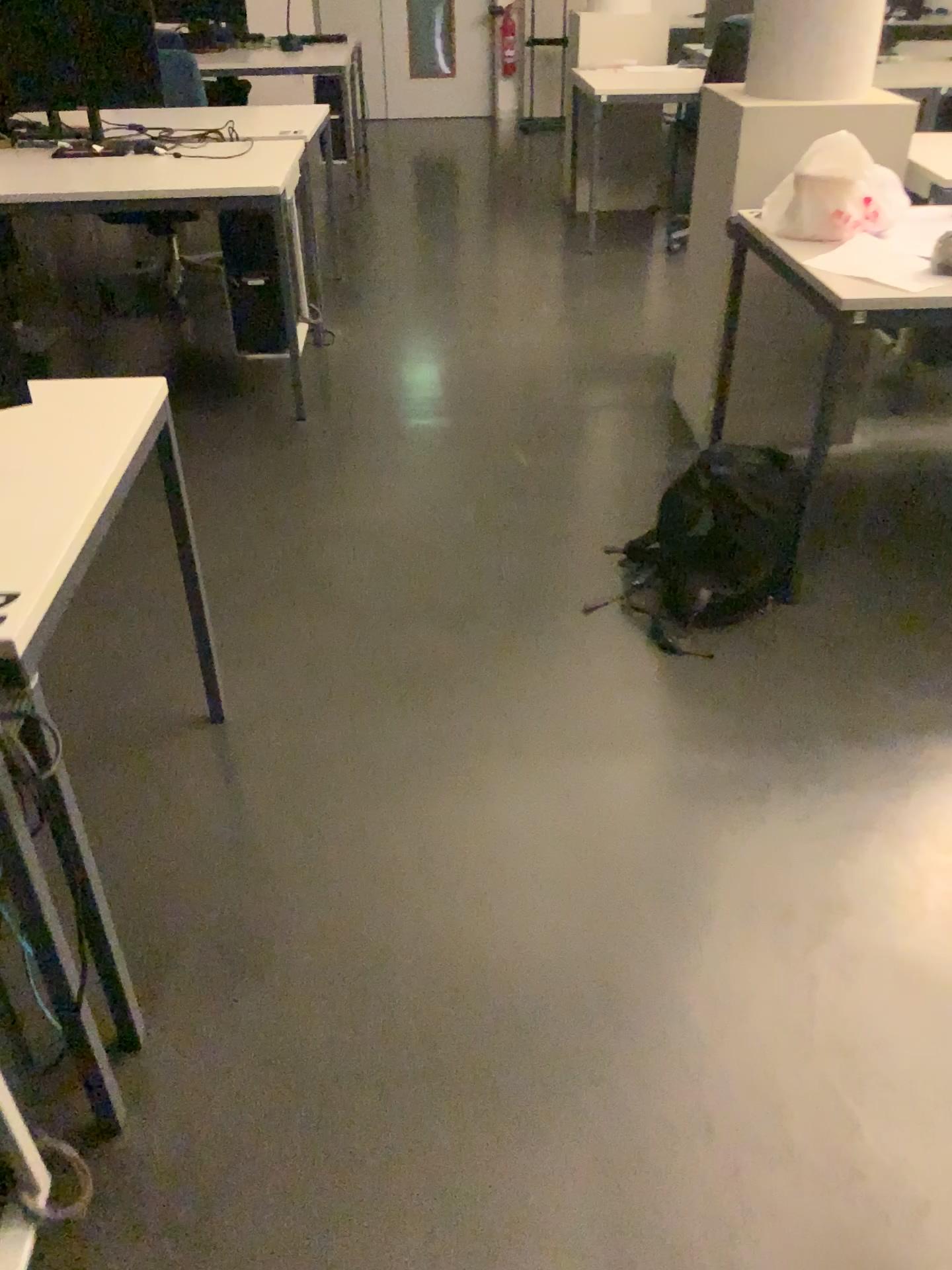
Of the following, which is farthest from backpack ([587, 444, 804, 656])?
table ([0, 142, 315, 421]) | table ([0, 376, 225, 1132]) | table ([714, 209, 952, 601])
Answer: table ([0, 142, 315, 421])

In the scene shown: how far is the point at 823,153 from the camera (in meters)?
2.46

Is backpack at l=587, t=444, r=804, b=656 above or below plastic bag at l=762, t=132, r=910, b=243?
below

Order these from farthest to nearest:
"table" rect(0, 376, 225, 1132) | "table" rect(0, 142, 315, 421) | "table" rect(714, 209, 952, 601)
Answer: "table" rect(0, 142, 315, 421), "table" rect(714, 209, 952, 601), "table" rect(0, 376, 225, 1132)

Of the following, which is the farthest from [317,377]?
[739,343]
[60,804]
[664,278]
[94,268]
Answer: [60,804]

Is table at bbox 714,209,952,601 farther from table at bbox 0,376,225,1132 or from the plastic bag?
table at bbox 0,376,225,1132

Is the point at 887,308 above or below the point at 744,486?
above

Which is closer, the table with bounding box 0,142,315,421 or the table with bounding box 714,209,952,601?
the table with bounding box 714,209,952,601

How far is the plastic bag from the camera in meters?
2.5

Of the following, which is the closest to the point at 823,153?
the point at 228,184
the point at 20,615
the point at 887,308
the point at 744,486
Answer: the point at 887,308
